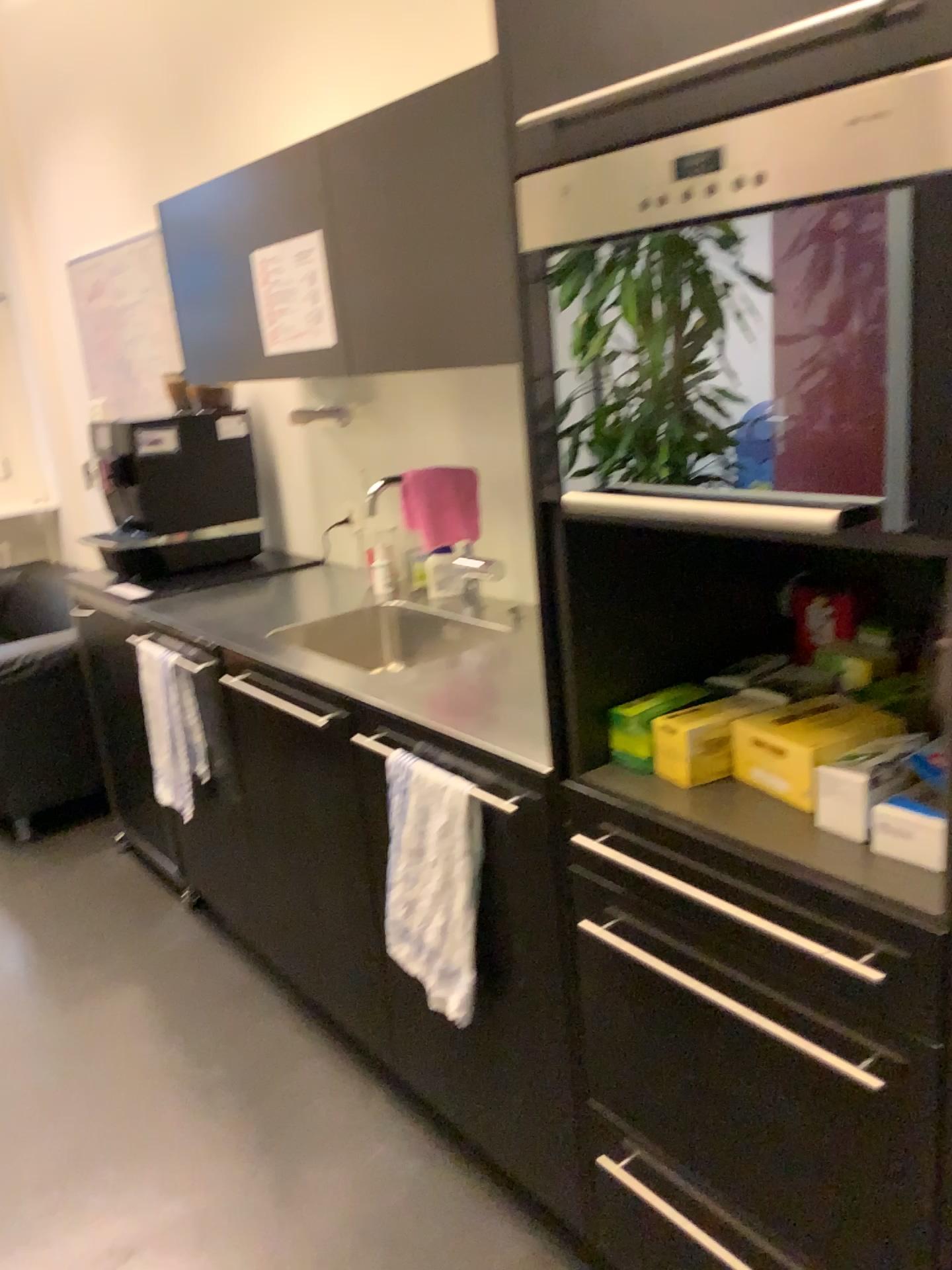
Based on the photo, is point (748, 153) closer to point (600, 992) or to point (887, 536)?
point (887, 536)

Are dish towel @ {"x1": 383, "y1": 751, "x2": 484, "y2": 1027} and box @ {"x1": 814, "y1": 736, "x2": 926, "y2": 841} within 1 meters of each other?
yes

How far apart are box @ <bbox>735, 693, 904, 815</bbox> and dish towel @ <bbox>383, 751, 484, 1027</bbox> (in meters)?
0.45

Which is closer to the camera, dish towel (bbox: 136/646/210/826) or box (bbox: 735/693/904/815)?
box (bbox: 735/693/904/815)

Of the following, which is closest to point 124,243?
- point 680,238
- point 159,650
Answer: point 159,650

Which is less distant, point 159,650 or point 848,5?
point 848,5

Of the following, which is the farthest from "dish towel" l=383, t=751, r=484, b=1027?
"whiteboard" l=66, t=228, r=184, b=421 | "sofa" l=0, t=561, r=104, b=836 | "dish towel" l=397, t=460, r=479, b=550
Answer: "whiteboard" l=66, t=228, r=184, b=421

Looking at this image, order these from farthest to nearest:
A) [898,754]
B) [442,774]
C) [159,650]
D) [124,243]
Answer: [124,243], [159,650], [442,774], [898,754]

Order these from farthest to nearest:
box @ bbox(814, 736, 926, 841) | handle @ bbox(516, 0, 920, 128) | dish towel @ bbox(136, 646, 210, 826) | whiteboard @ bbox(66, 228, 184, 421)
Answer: whiteboard @ bbox(66, 228, 184, 421), dish towel @ bbox(136, 646, 210, 826), box @ bbox(814, 736, 926, 841), handle @ bbox(516, 0, 920, 128)

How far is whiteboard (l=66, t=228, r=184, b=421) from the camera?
3.9 meters
